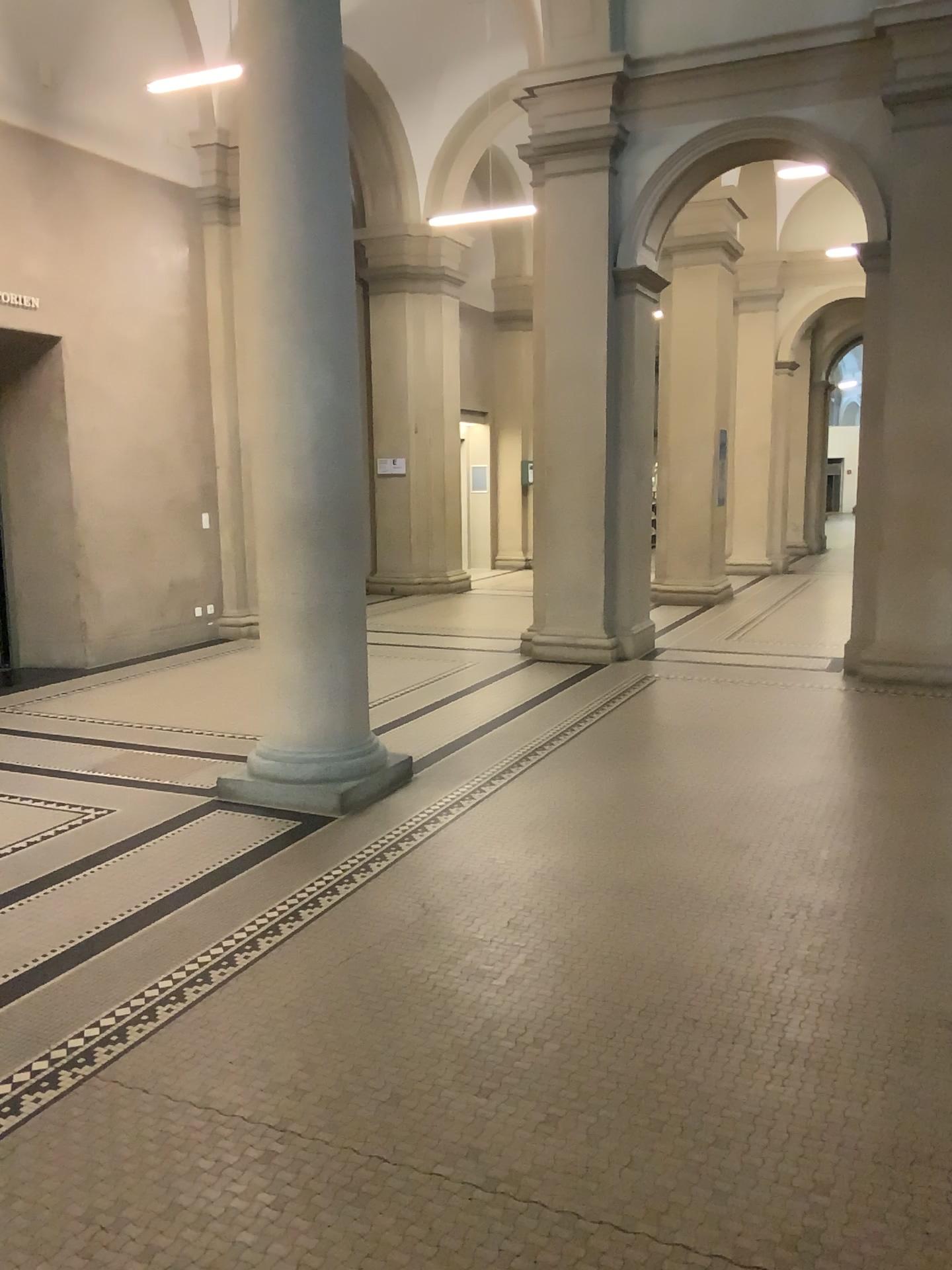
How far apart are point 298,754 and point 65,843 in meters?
1.2 m
